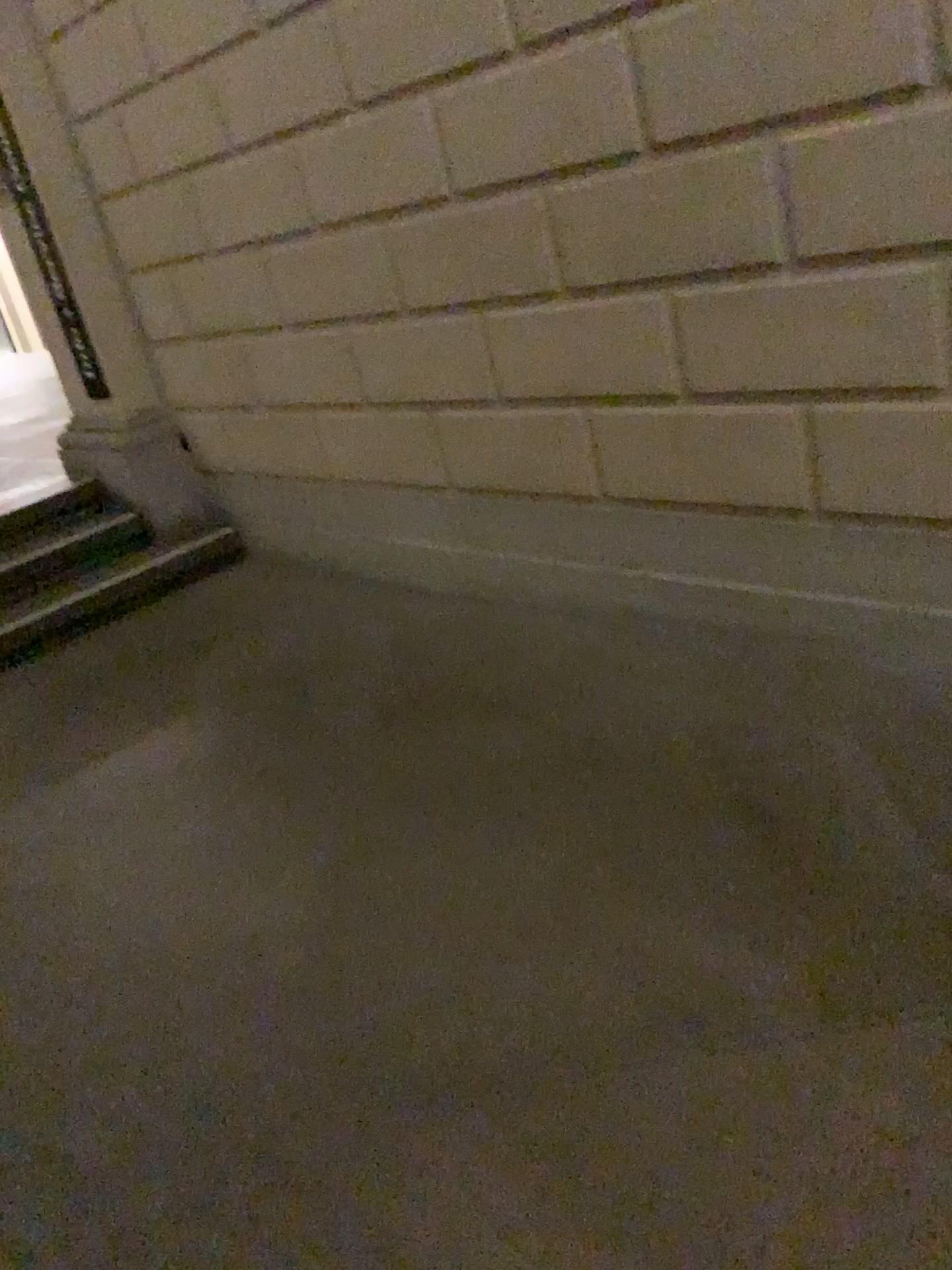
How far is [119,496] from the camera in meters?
4.5

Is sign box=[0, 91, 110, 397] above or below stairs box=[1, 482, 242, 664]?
above

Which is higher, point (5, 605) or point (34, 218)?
point (34, 218)
